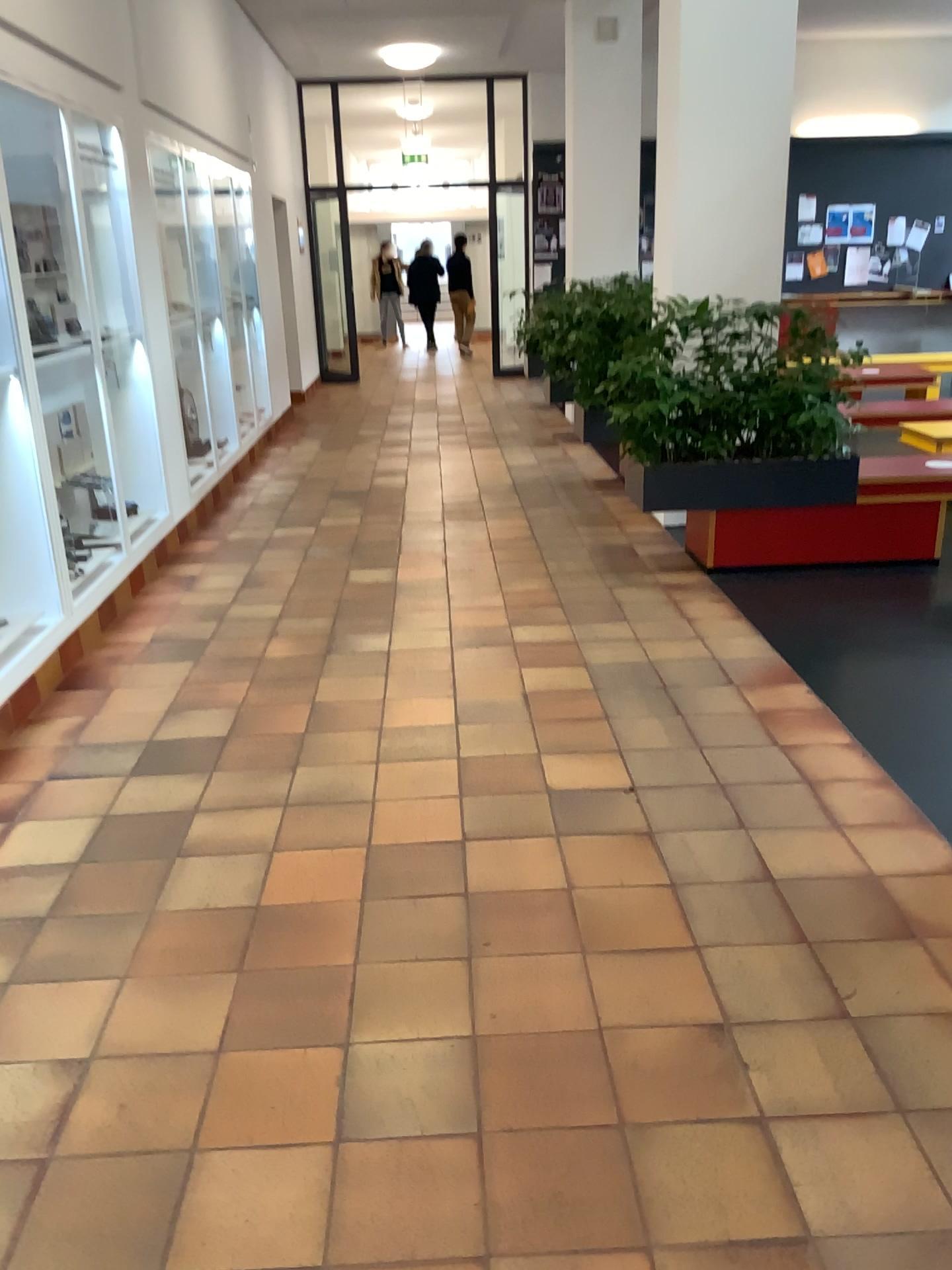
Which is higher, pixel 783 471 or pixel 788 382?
pixel 788 382

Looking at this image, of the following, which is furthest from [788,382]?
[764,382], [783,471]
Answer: [783,471]

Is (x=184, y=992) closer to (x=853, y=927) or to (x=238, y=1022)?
(x=238, y=1022)

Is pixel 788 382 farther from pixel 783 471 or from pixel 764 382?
pixel 783 471
